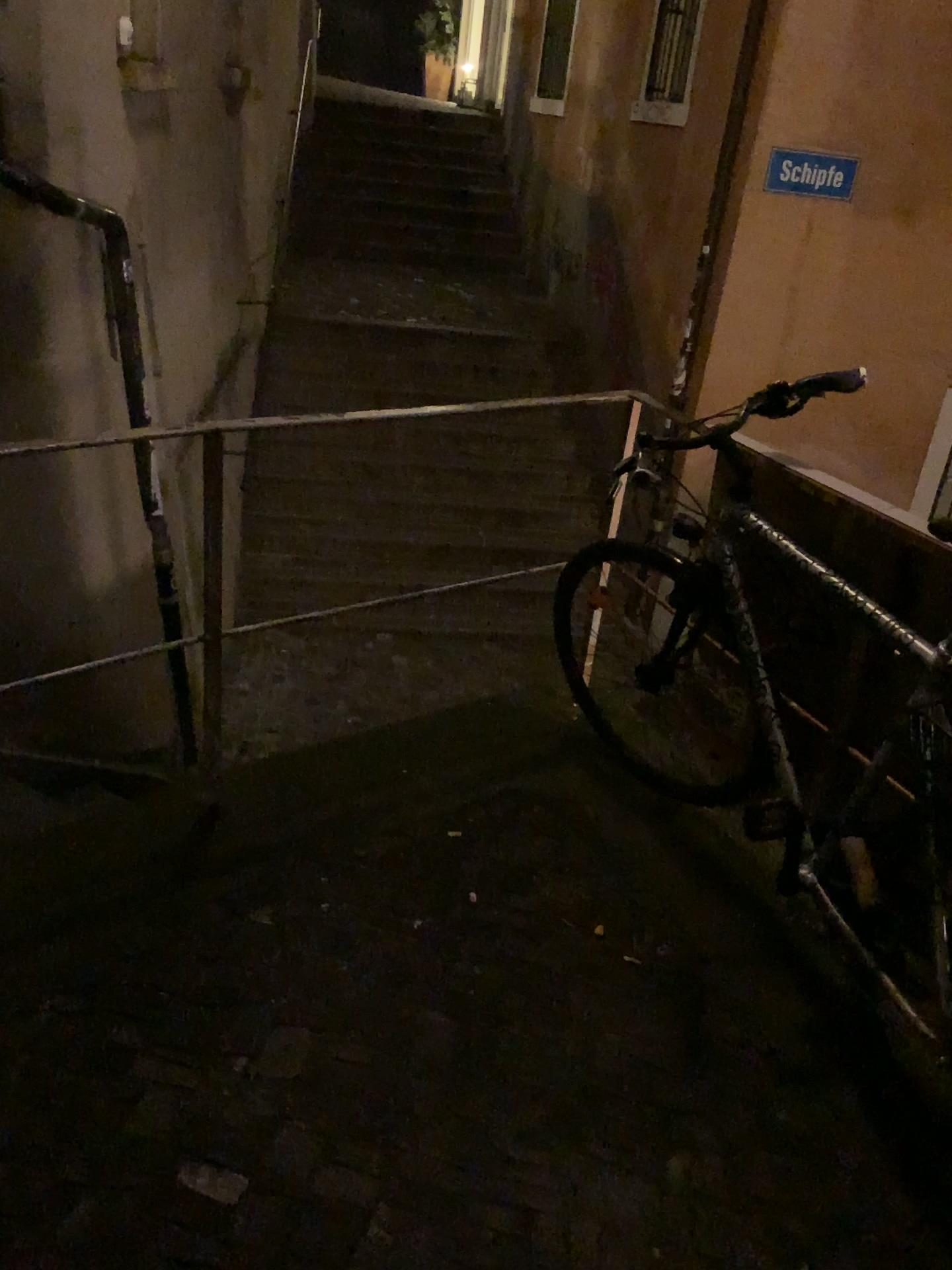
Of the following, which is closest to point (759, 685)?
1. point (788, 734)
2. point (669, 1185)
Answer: point (788, 734)
